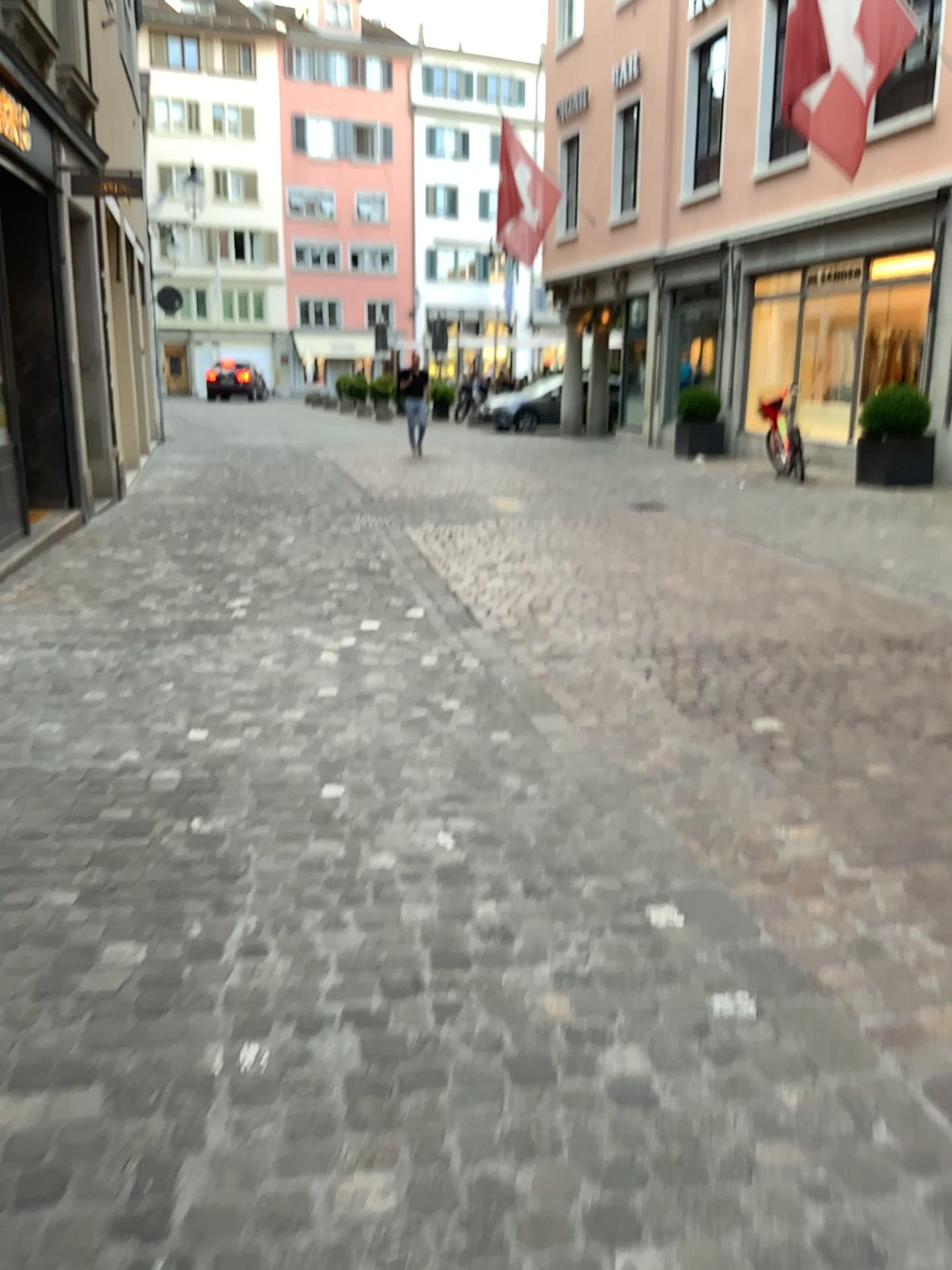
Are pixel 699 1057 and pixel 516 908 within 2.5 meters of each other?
yes
